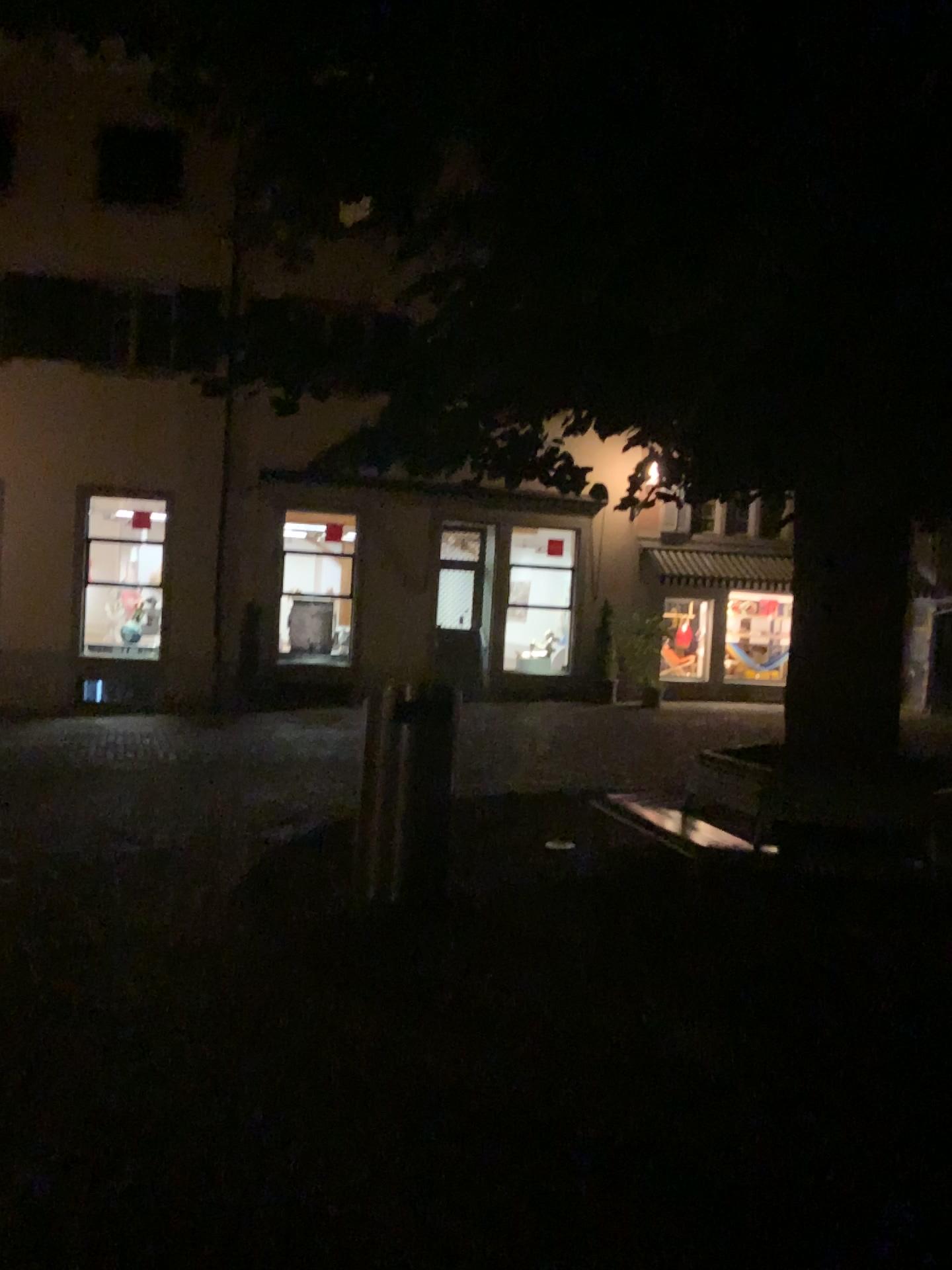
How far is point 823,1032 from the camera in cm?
391
